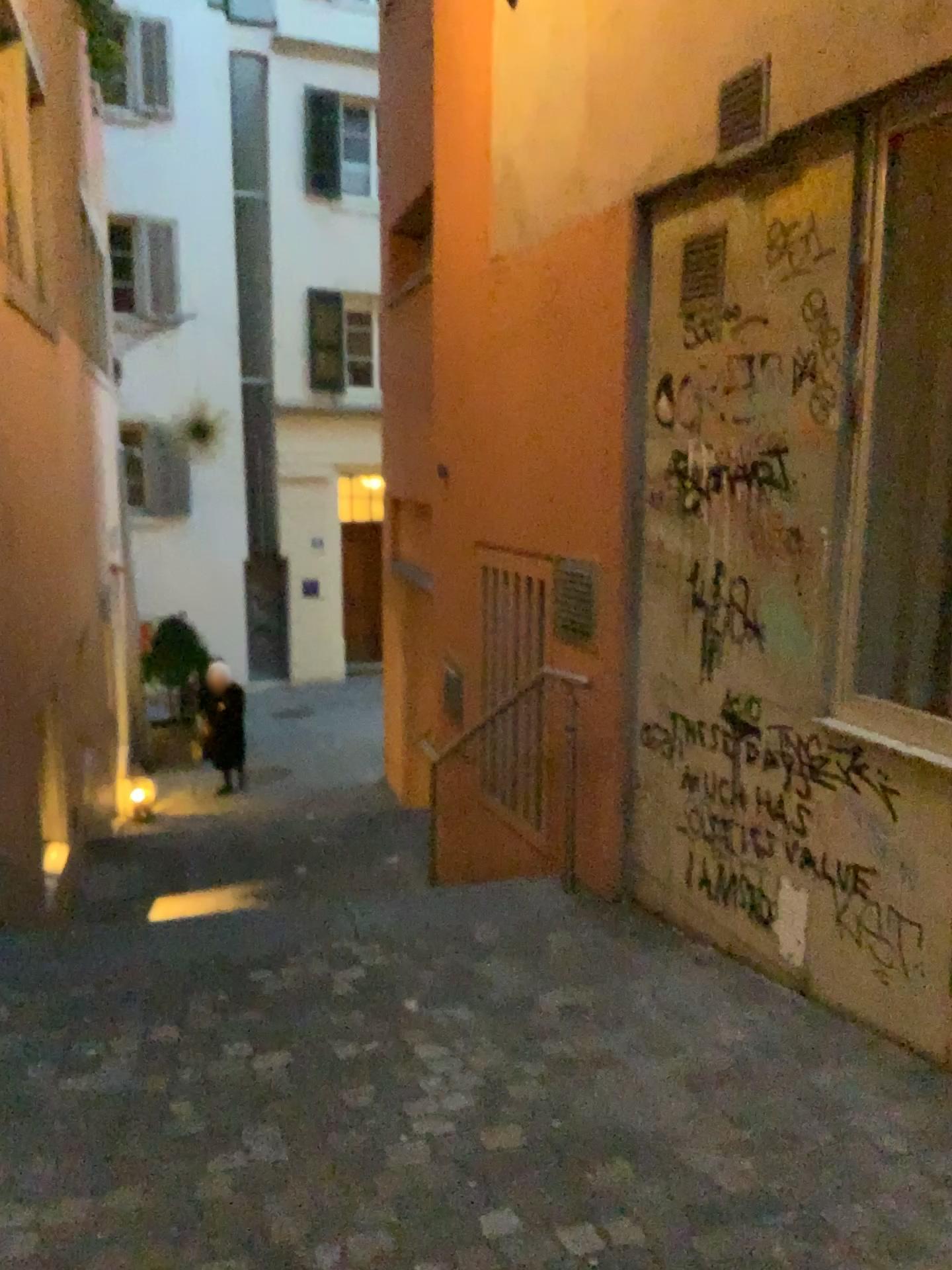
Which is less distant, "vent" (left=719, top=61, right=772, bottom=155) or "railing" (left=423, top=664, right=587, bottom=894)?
"vent" (left=719, top=61, right=772, bottom=155)

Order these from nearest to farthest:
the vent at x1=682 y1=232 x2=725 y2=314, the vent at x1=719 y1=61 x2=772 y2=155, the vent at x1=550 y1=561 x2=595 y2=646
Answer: the vent at x1=719 y1=61 x2=772 y2=155 → the vent at x1=682 y1=232 x2=725 y2=314 → the vent at x1=550 y1=561 x2=595 y2=646

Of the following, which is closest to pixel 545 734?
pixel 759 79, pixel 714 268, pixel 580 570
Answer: pixel 580 570

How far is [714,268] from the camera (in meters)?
3.39

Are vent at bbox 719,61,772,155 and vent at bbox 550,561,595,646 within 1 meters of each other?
no

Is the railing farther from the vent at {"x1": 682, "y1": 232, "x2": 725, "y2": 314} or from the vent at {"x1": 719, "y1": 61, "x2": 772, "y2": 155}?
the vent at {"x1": 719, "y1": 61, "x2": 772, "y2": 155}

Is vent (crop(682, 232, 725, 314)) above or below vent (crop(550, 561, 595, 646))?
above

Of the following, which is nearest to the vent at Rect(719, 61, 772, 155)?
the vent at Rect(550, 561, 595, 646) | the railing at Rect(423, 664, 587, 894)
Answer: the vent at Rect(550, 561, 595, 646)

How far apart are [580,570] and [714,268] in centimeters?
132cm

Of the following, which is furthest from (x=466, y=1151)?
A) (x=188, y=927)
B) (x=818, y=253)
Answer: (x=818, y=253)
